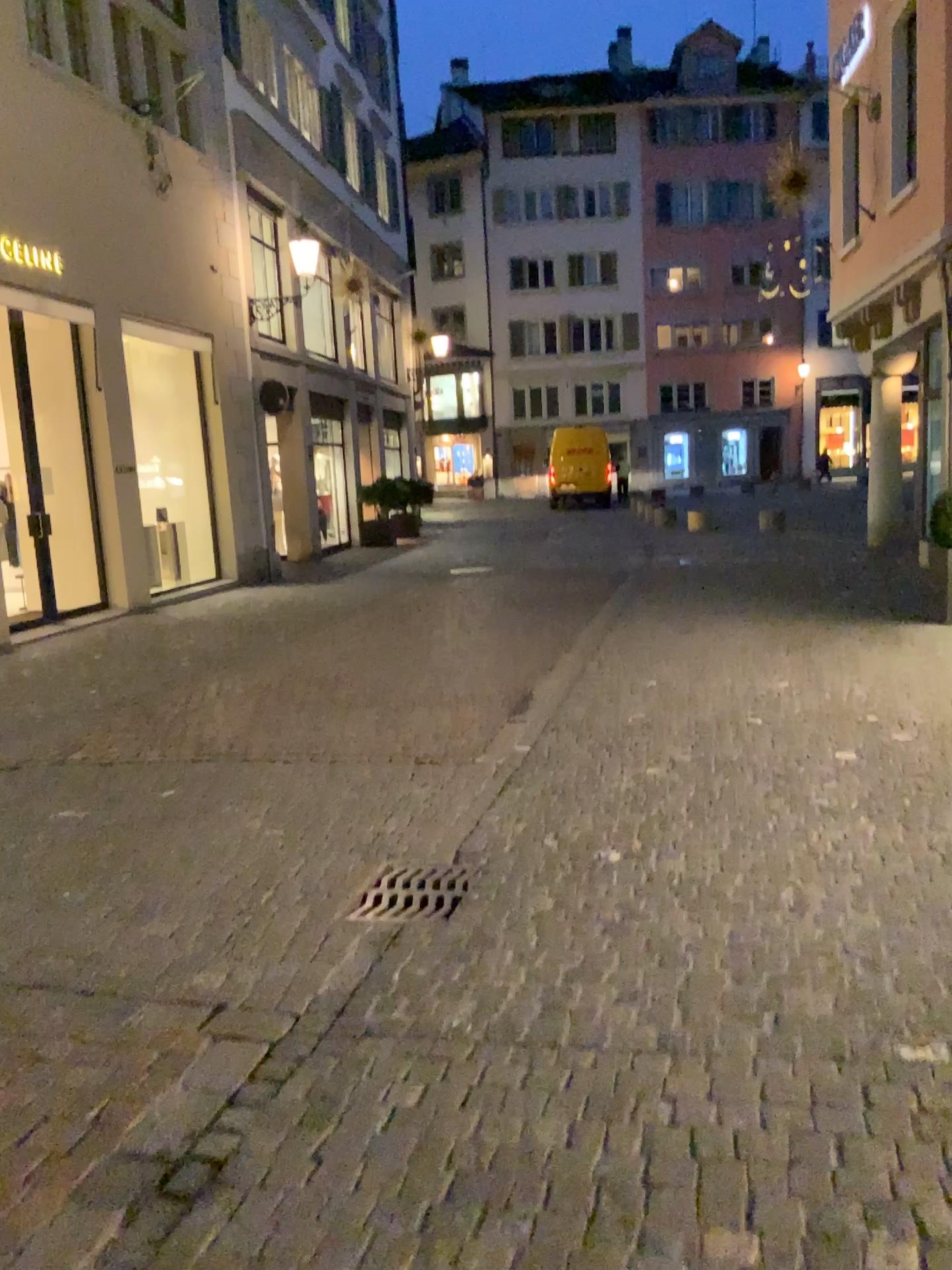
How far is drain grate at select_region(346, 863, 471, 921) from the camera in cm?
345

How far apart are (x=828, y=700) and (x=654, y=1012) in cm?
353

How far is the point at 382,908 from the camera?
3.45m
